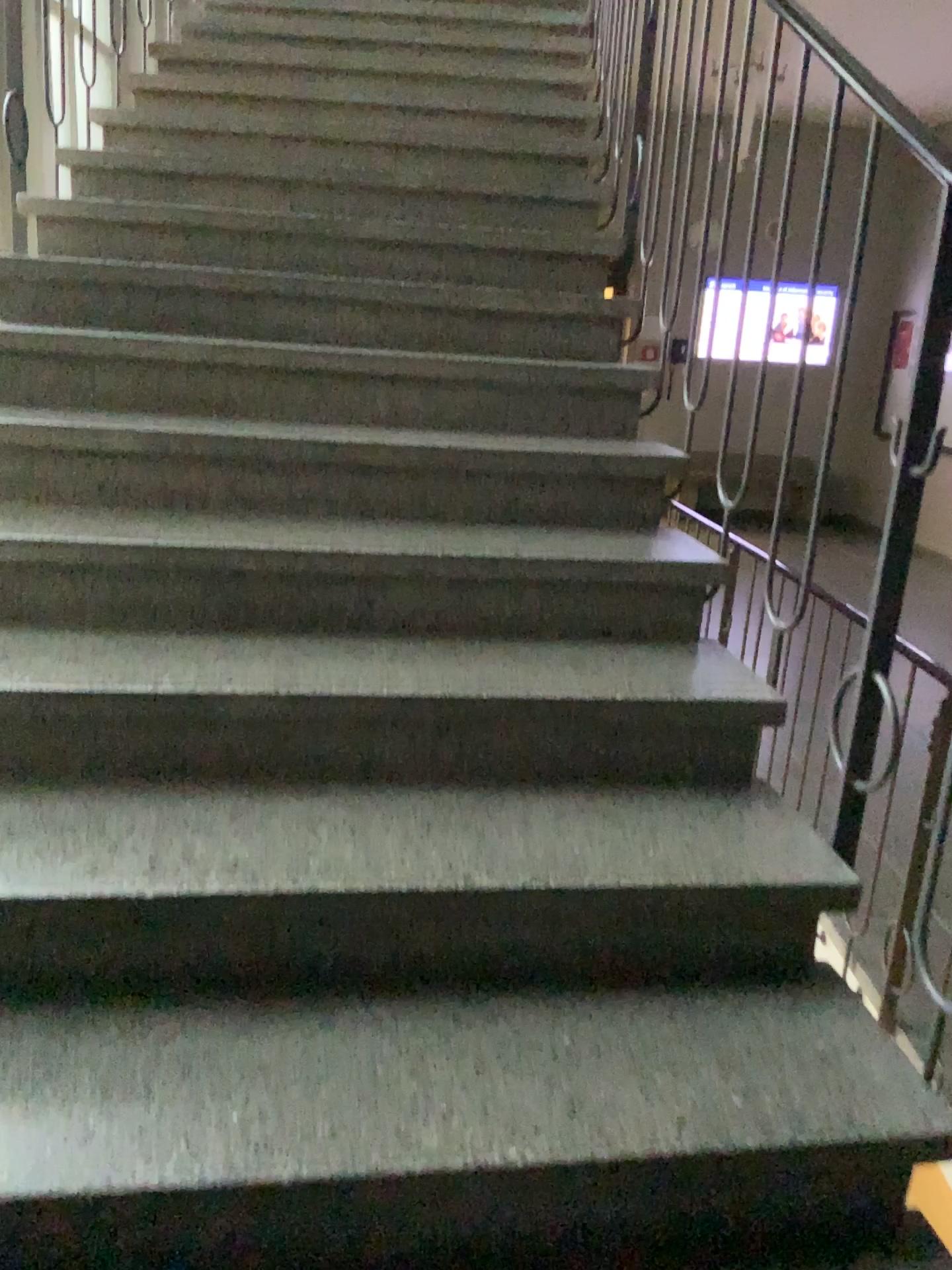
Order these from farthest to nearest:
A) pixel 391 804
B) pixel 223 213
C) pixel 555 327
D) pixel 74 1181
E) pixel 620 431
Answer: pixel 223 213, pixel 555 327, pixel 620 431, pixel 391 804, pixel 74 1181
